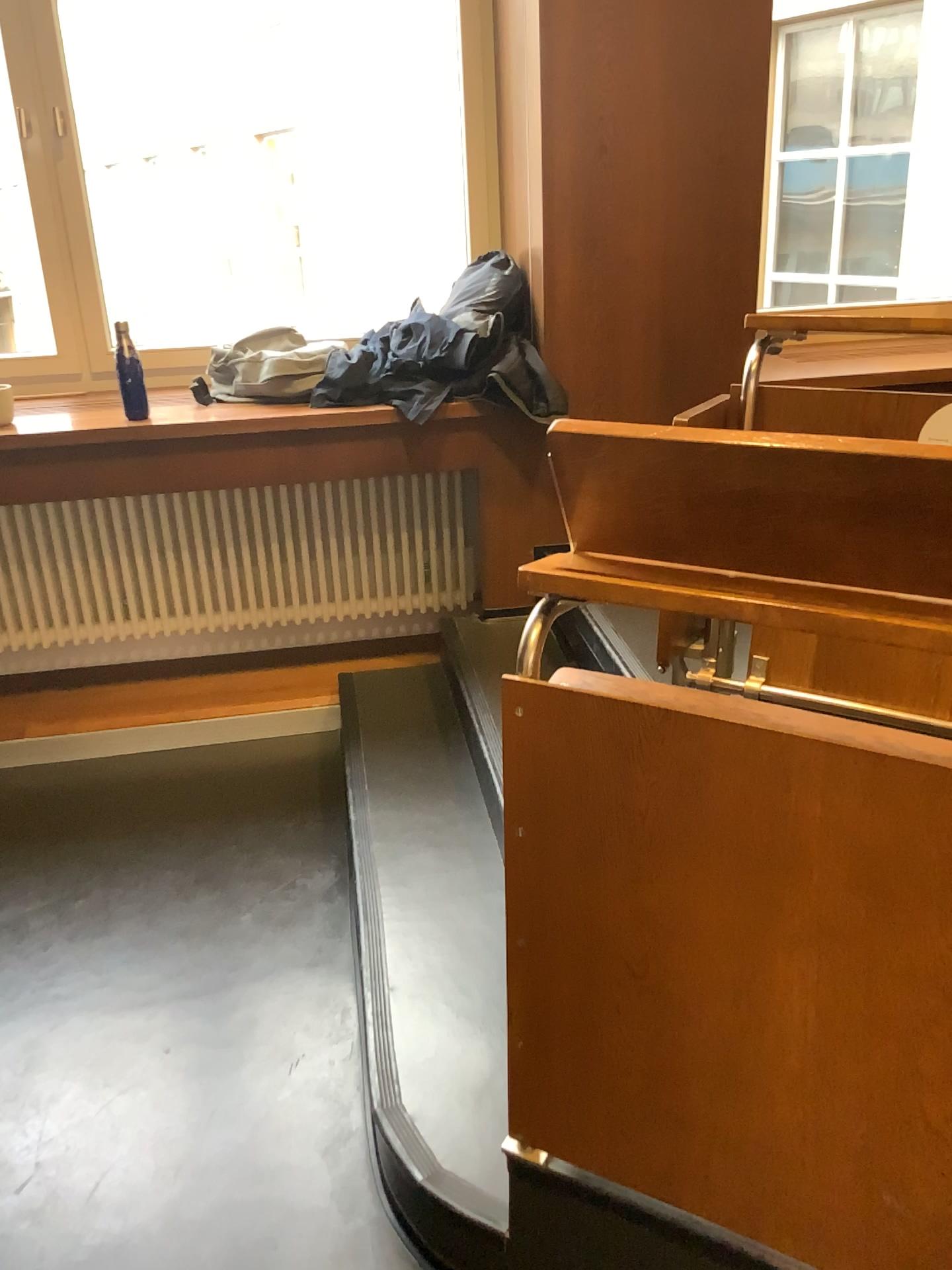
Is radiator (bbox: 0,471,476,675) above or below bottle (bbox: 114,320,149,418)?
below

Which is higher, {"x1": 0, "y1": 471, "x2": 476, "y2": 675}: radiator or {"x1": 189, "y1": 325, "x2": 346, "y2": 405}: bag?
{"x1": 189, "y1": 325, "x2": 346, "y2": 405}: bag

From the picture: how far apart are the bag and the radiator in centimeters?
30cm

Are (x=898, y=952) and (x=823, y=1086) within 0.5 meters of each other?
yes

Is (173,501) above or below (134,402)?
below

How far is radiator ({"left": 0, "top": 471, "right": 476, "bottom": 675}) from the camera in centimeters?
323cm

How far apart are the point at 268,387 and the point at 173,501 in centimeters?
50cm

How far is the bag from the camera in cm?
301

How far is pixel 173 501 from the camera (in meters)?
3.23
